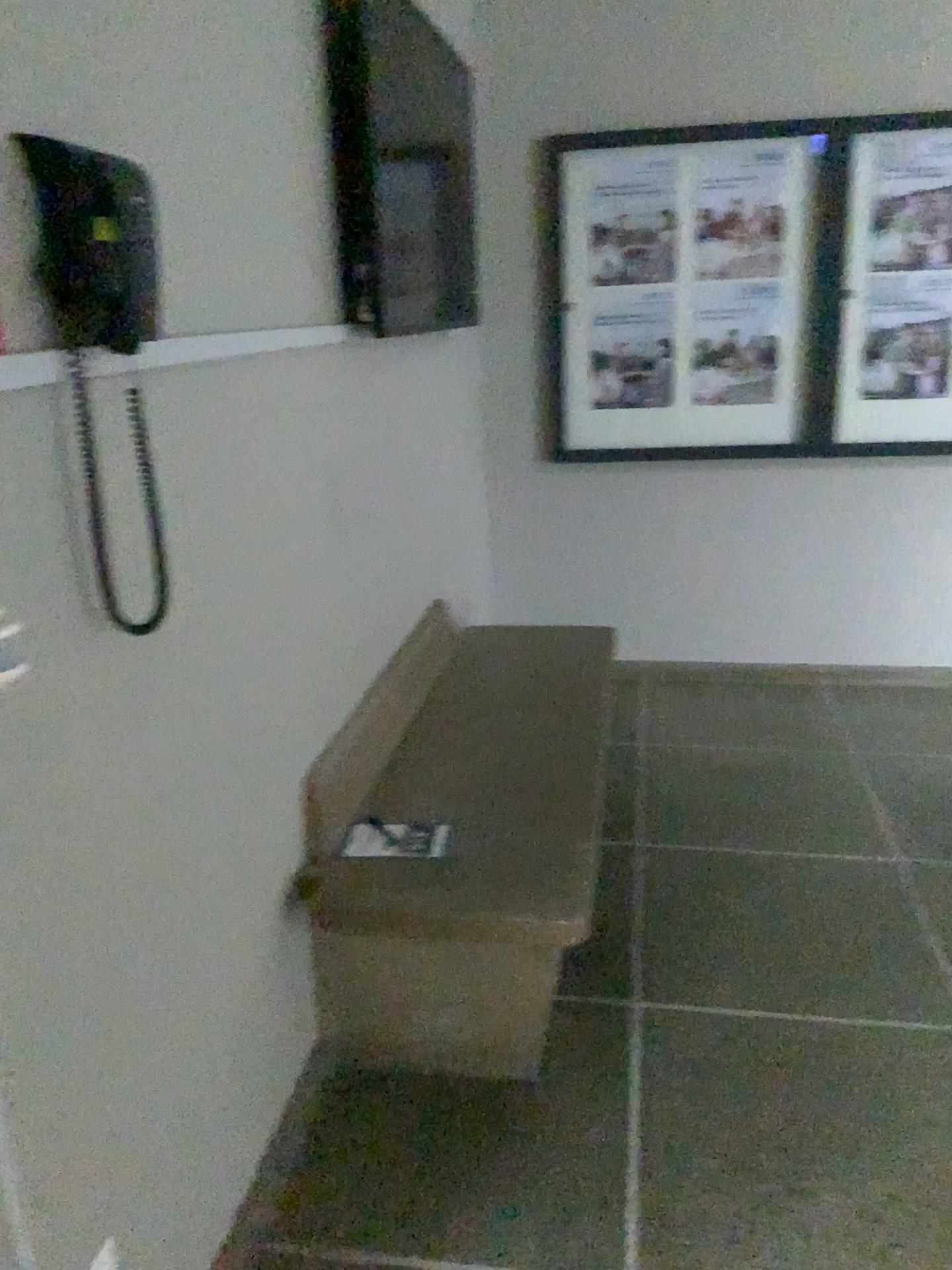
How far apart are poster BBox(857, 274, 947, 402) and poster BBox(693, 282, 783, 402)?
0.3m

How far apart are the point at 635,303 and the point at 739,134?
0.6m

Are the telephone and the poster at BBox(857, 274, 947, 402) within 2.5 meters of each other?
no

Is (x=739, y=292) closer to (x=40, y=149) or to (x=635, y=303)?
(x=635, y=303)

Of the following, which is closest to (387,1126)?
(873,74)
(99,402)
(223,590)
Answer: (223,590)

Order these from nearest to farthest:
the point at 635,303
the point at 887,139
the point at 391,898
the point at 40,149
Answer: the point at 40,149 < the point at 391,898 < the point at 887,139 < the point at 635,303

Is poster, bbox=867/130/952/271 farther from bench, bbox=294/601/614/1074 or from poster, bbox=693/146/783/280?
bench, bbox=294/601/614/1074

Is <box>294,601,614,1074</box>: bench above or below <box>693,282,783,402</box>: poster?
below

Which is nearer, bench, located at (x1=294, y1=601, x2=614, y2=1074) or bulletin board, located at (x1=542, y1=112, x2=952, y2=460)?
bench, located at (x1=294, y1=601, x2=614, y2=1074)

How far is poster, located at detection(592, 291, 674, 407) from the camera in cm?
382
